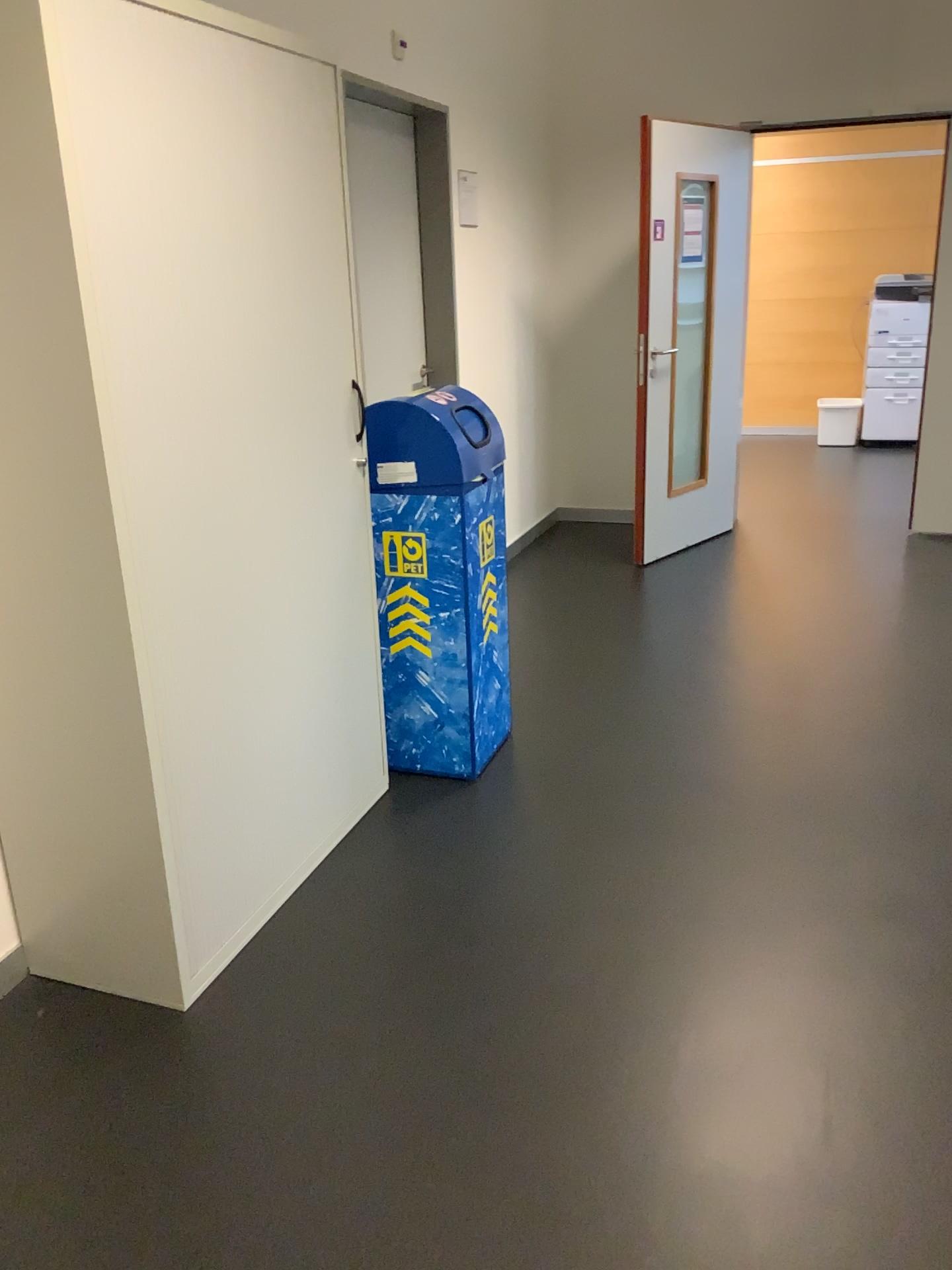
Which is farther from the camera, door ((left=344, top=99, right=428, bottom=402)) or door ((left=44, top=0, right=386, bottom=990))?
door ((left=344, top=99, right=428, bottom=402))

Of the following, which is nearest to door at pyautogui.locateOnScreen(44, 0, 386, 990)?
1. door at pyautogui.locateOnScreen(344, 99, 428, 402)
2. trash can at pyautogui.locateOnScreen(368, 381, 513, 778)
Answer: trash can at pyautogui.locateOnScreen(368, 381, 513, 778)

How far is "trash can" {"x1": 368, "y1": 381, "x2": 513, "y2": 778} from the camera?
2.8 meters

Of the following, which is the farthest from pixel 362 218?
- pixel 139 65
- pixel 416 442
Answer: pixel 139 65

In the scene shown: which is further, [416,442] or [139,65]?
[416,442]

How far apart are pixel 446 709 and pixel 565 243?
3.5 meters

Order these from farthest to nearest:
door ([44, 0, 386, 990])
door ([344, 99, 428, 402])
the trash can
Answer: door ([344, 99, 428, 402])
the trash can
door ([44, 0, 386, 990])

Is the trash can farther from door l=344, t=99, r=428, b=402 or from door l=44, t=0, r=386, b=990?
door l=344, t=99, r=428, b=402

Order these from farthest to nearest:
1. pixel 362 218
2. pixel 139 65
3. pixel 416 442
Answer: pixel 362 218, pixel 416 442, pixel 139 65
